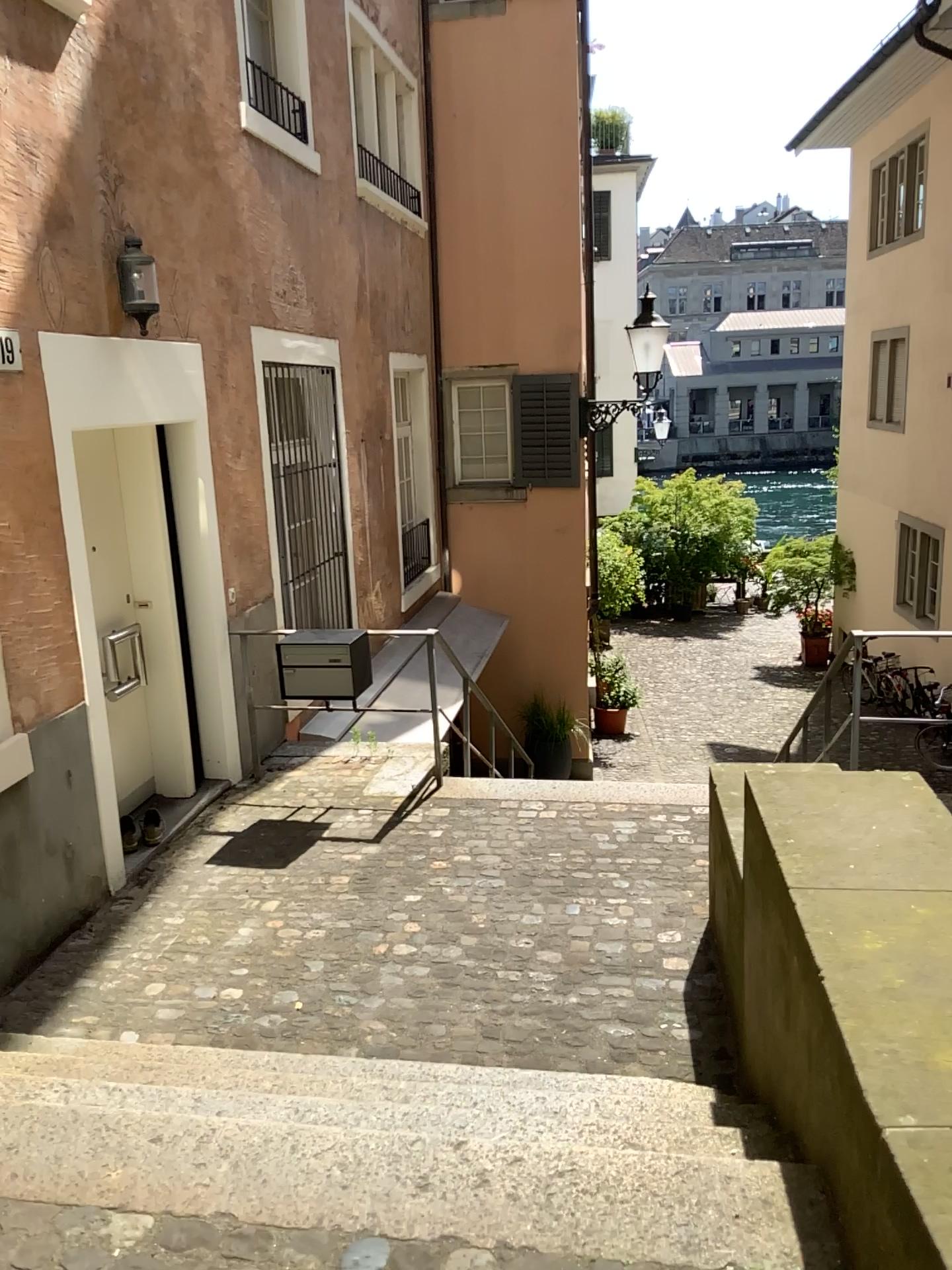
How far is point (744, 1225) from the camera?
1.9 meters

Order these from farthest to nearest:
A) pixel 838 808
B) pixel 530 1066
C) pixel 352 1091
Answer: pixel 530 1066 < pixel 838 808 < pixel 352 1091

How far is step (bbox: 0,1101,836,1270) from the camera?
1.9m
